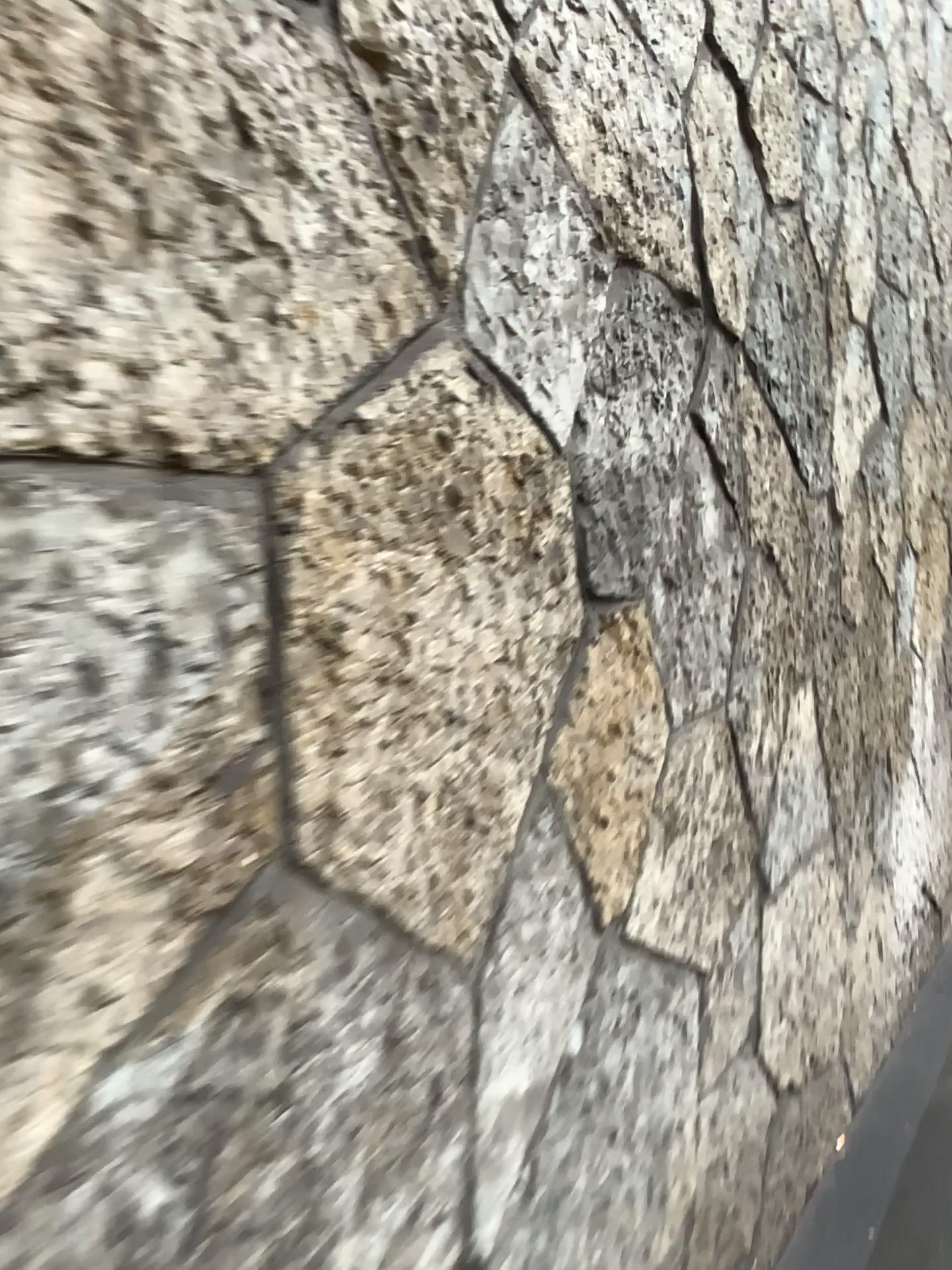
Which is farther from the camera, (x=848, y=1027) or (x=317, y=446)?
(x=848, y=1027)
